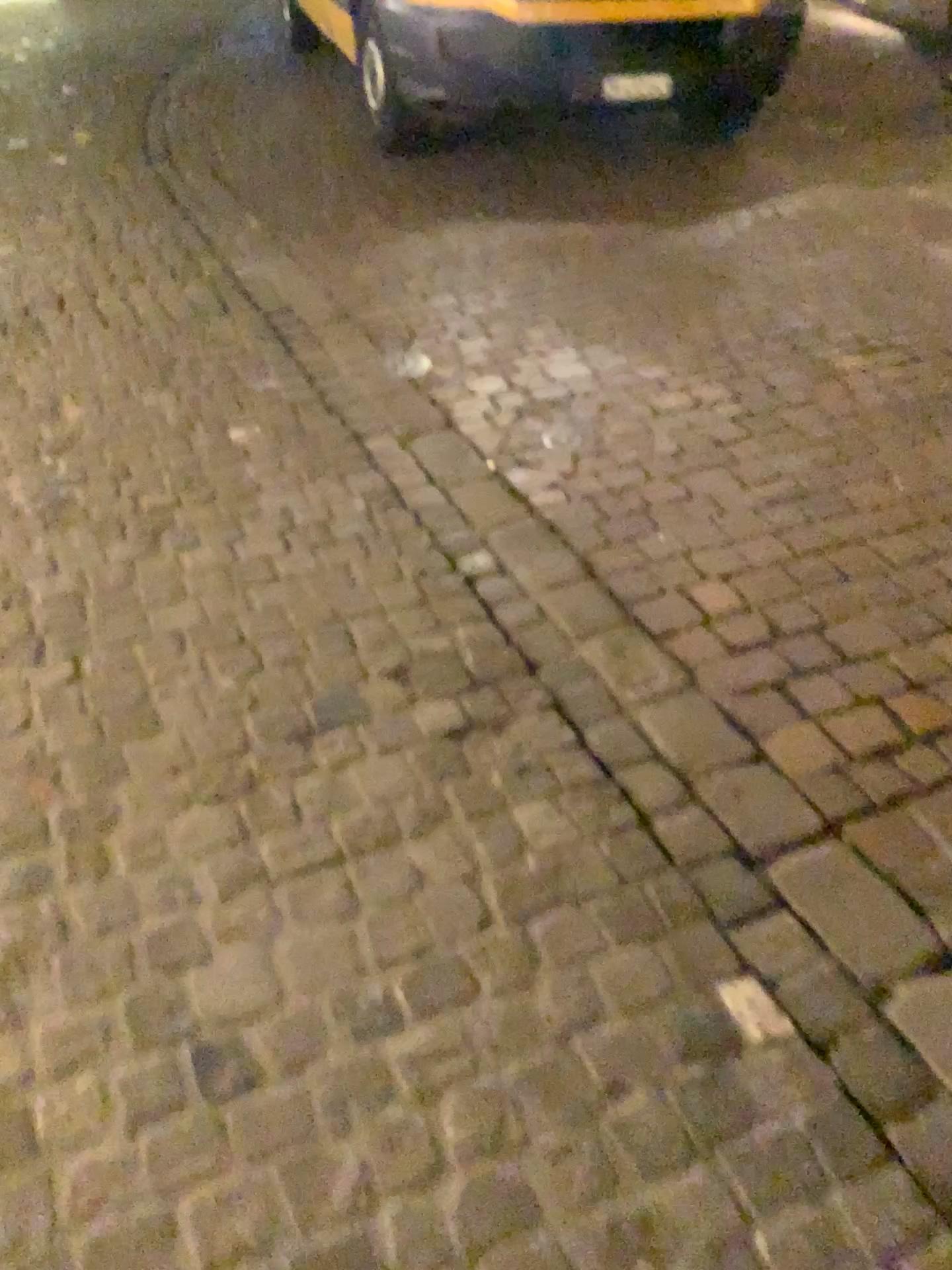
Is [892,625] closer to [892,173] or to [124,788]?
[124,788]
